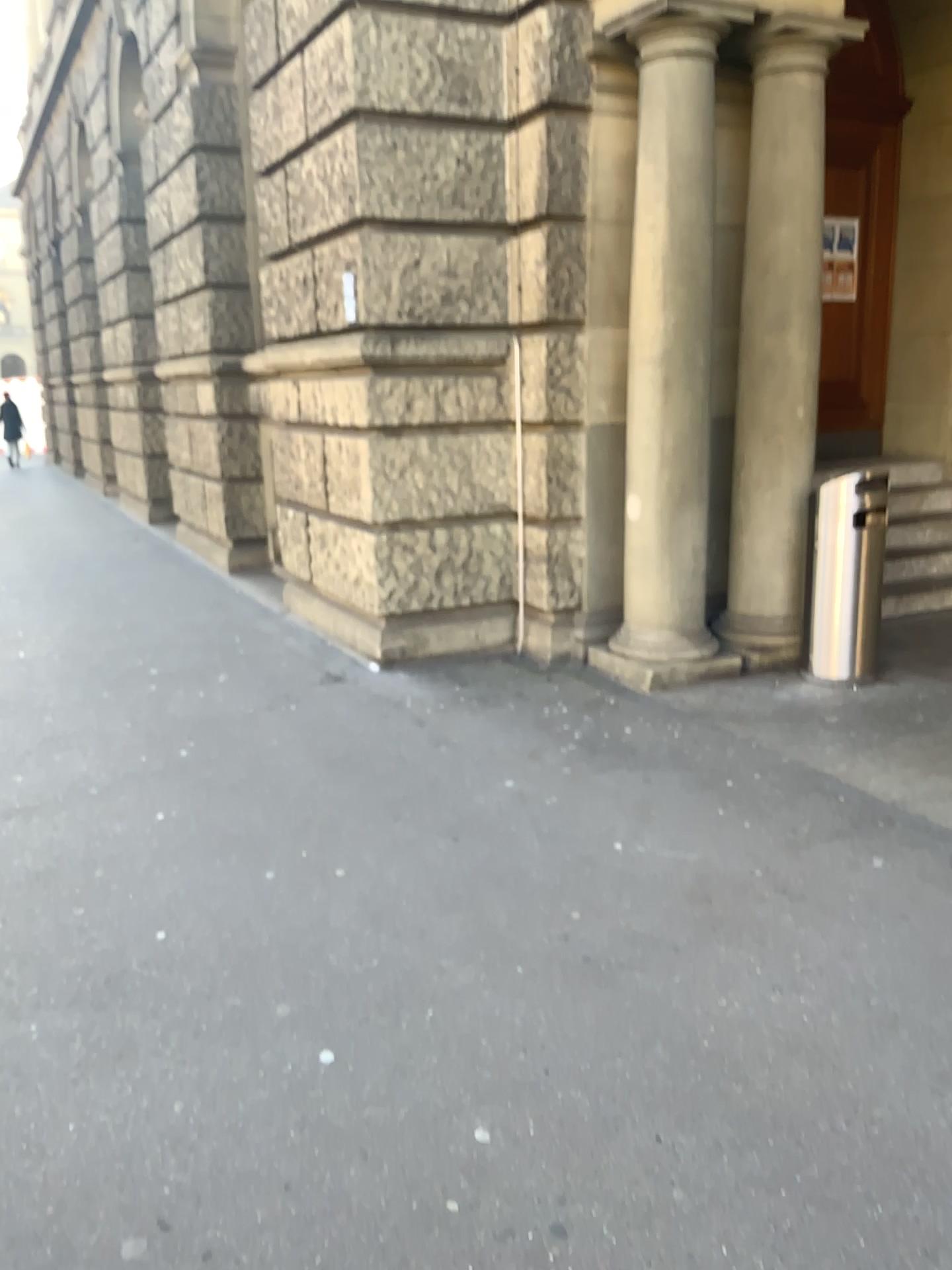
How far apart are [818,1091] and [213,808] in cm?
239
